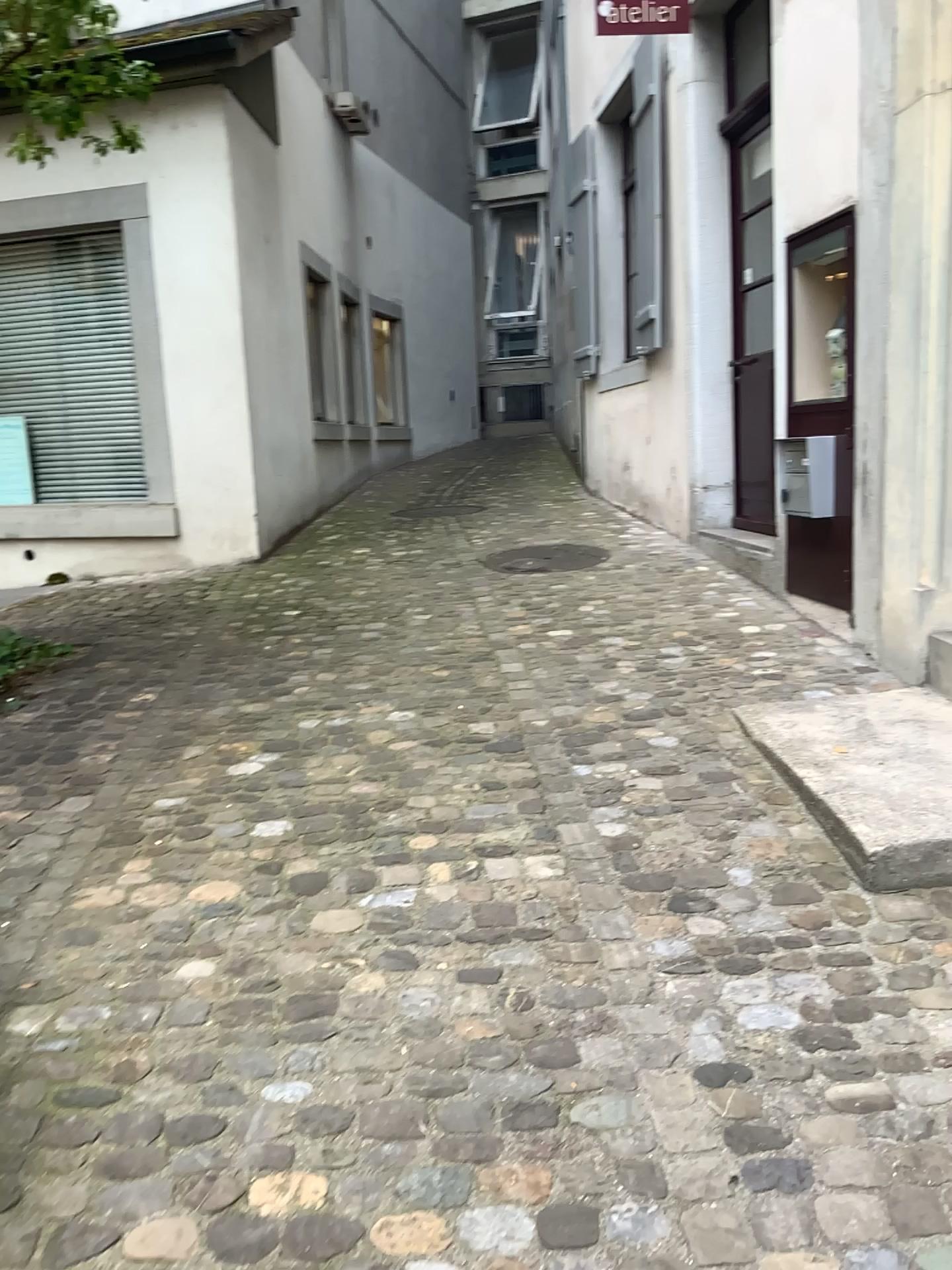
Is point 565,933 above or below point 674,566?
below
